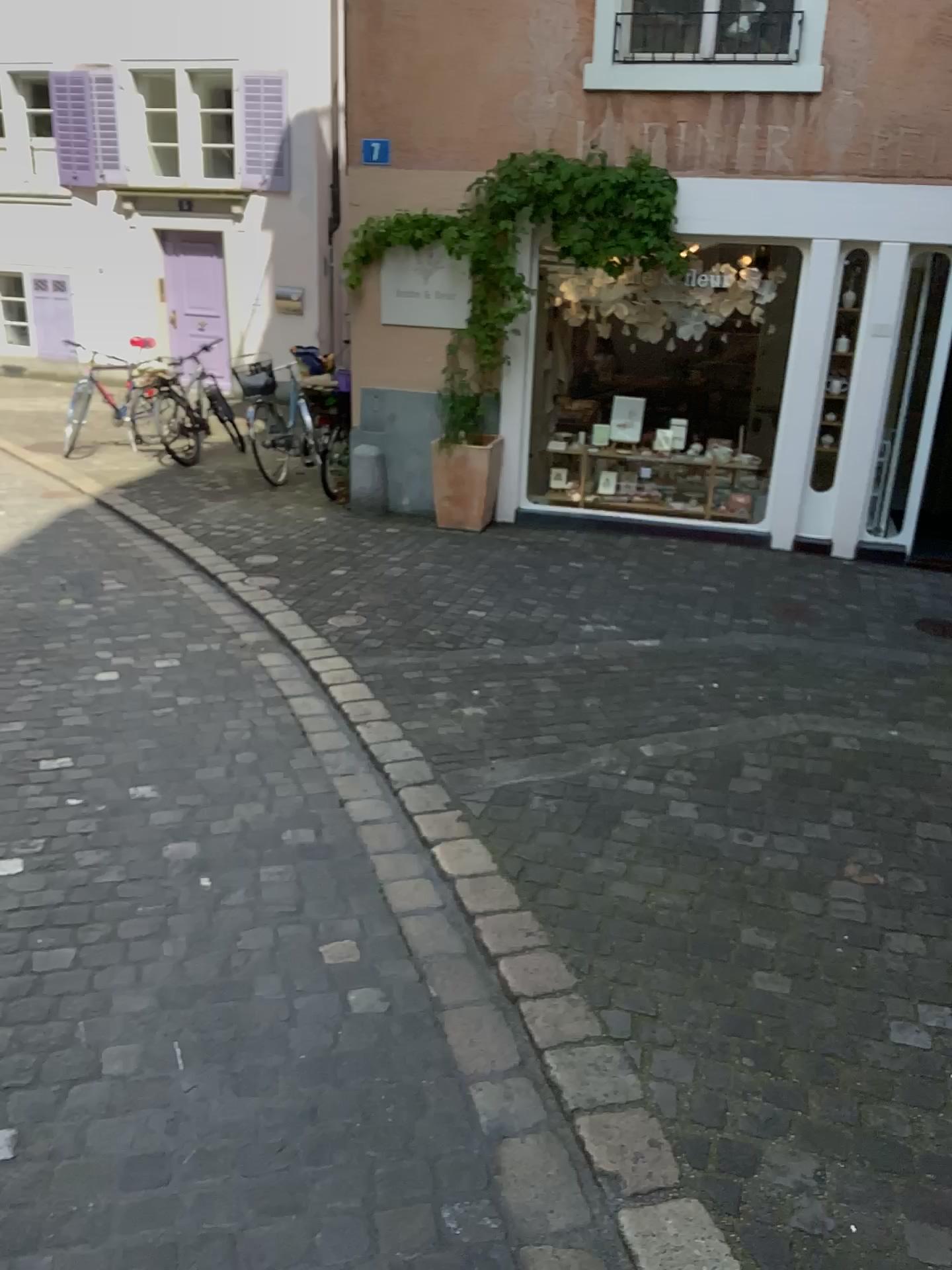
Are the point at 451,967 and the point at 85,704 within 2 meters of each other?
no
